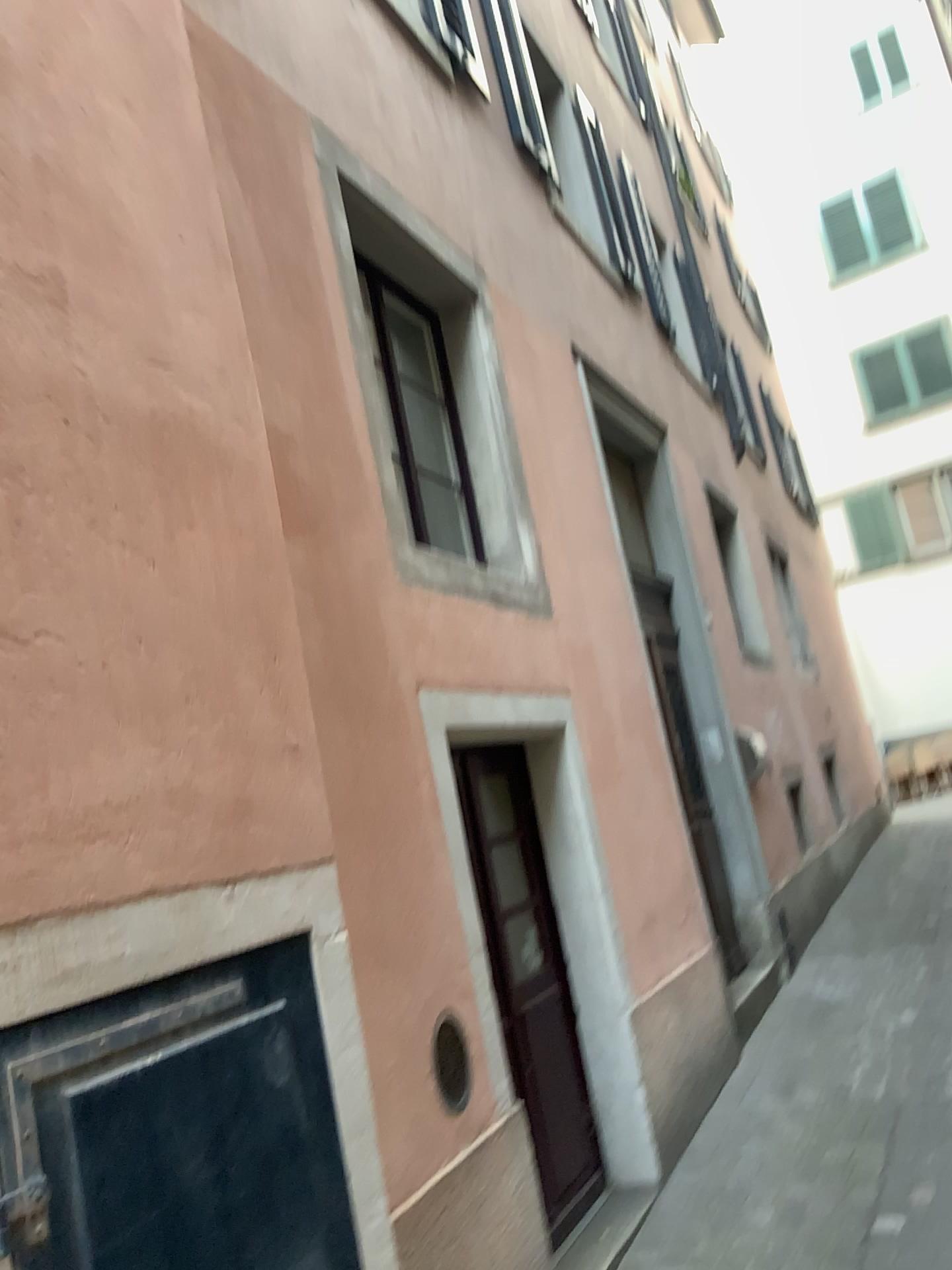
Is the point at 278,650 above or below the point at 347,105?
below

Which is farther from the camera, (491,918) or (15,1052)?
(491,918)

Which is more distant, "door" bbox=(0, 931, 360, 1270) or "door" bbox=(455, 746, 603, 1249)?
"door" bbox=(455, 746, 603, 1249)
